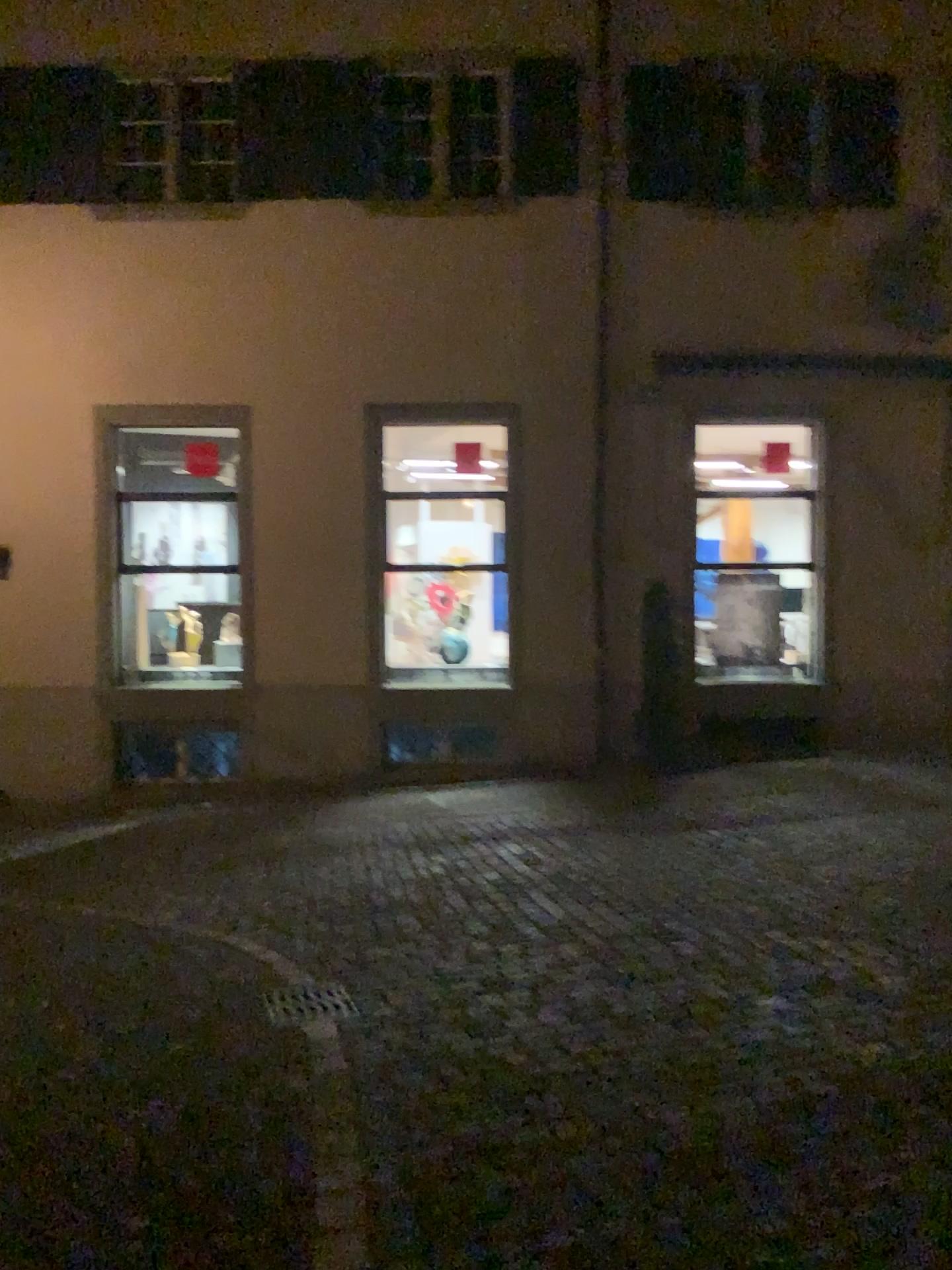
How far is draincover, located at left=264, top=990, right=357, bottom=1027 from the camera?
4.7m

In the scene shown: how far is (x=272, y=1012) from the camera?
4.7m

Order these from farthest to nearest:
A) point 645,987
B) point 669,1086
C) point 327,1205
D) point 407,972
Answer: point 407,972 → point 645,987 → point 669,1086 → point 327,1205
